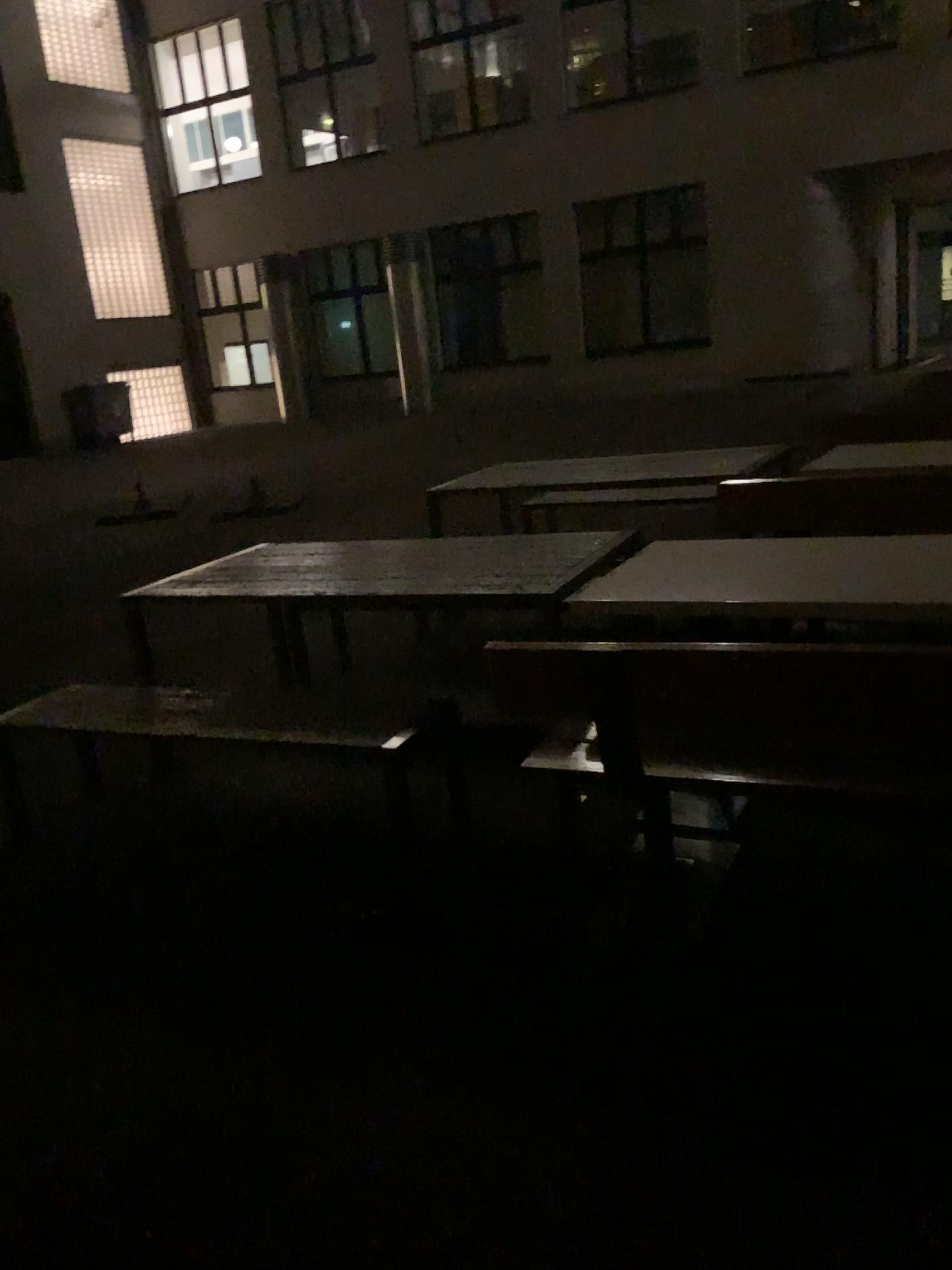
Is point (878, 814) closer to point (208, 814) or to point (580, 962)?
point (580, 962)
